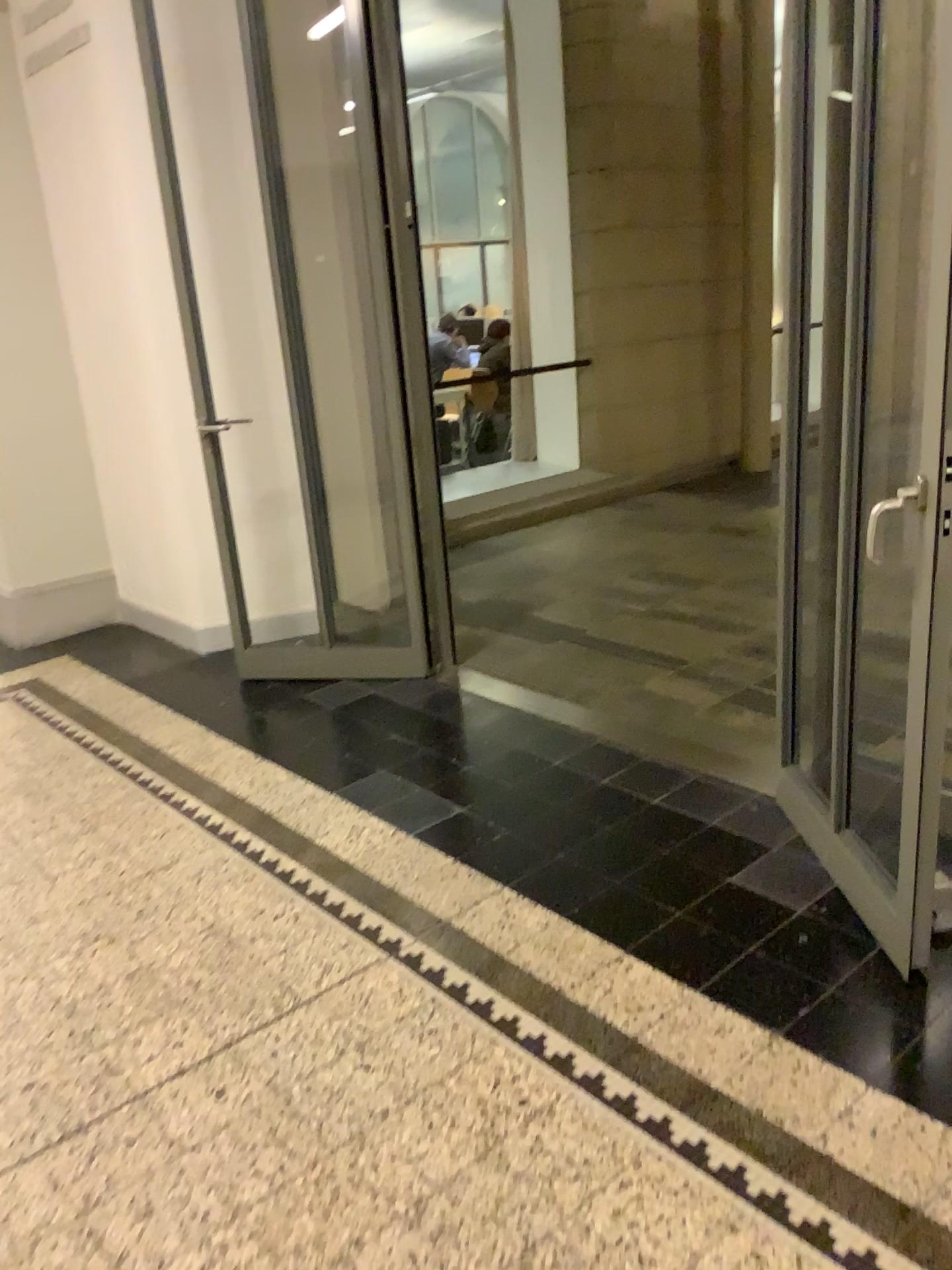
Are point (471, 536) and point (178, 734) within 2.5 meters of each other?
no
